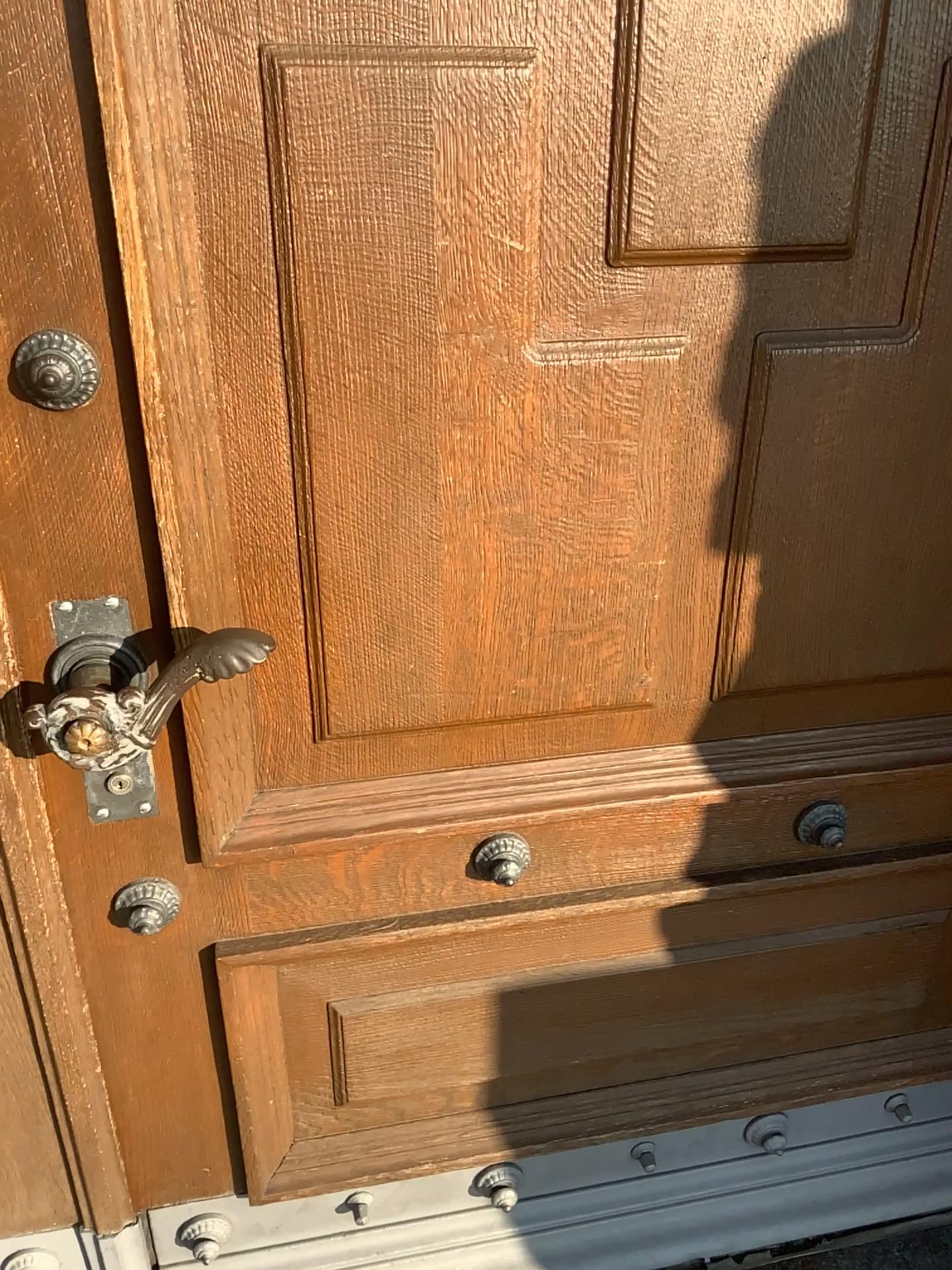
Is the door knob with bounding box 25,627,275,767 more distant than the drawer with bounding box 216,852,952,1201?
No

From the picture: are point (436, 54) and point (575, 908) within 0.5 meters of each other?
no

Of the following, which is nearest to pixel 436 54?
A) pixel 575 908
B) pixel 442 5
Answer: pixel 442 5

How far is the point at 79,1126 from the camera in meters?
1.1

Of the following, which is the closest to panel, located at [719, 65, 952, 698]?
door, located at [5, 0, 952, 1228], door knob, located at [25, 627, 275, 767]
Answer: door, located at [5, 0, 952, 1228]

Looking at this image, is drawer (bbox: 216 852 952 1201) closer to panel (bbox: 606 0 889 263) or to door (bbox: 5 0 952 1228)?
door (bbox: 5 0 952 1228)

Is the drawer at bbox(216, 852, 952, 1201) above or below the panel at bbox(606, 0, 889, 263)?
below

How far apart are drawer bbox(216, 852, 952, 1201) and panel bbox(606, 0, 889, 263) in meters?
0.7 m

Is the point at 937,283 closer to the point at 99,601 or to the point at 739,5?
the point at 739,5

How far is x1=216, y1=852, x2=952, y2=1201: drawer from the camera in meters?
1.2 m
